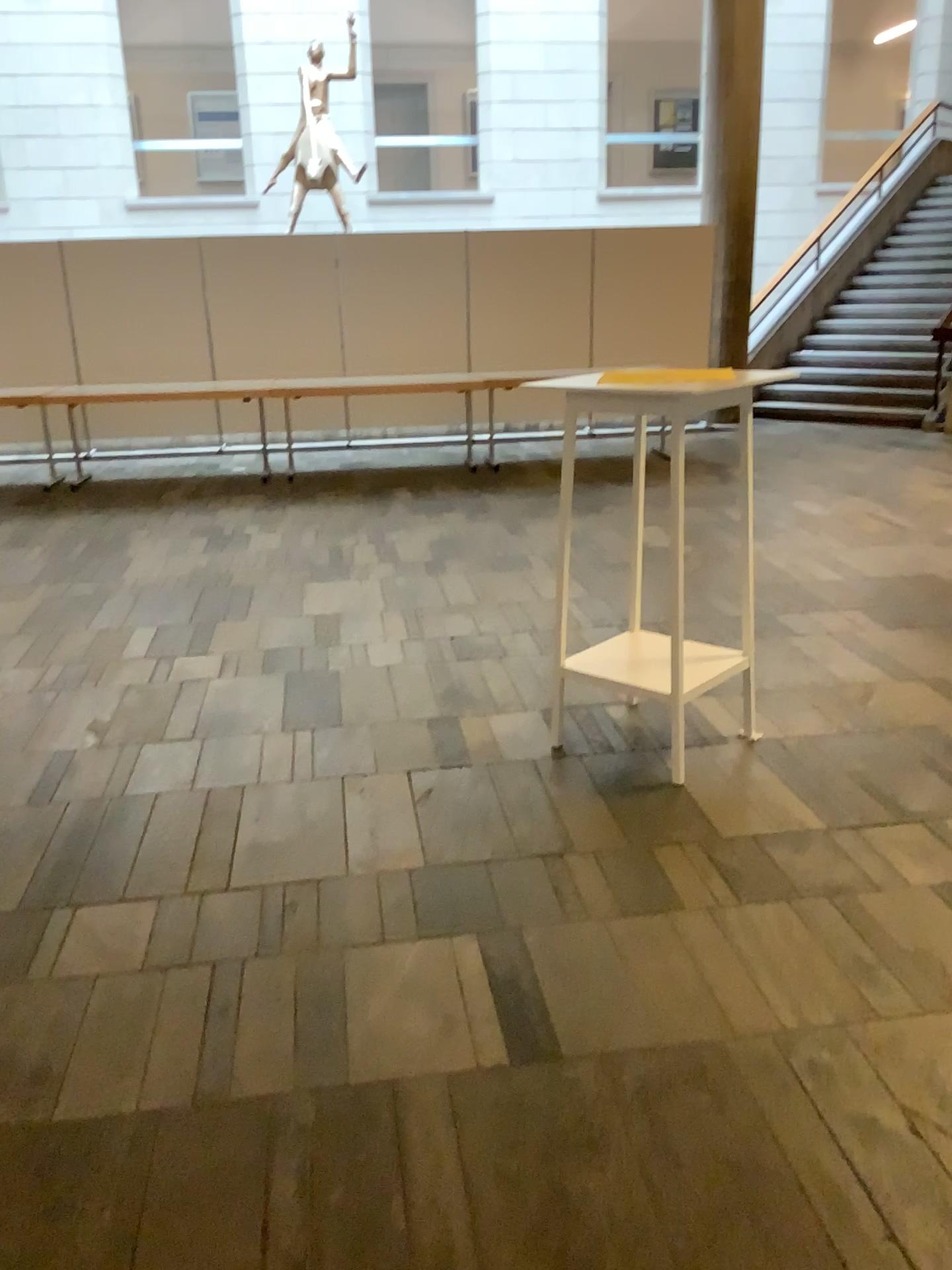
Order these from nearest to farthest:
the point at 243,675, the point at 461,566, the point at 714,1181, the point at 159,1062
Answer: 1. the point at 714,1181
2. the point at 159,1062
3. the point at 243,675
4. the point at 461,566
